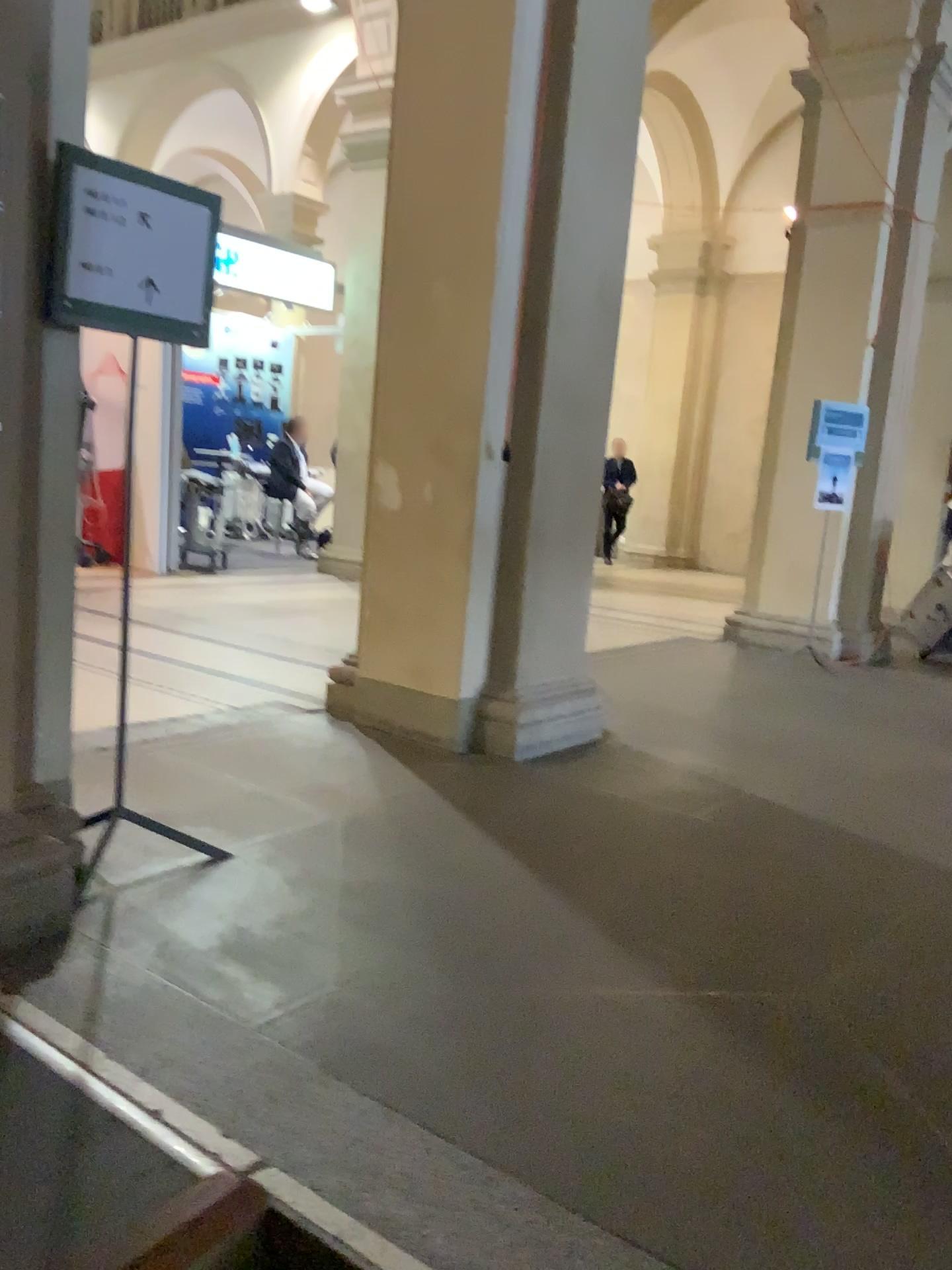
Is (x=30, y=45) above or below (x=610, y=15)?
below

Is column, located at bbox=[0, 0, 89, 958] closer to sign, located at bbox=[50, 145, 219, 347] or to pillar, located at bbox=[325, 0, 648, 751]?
sign, located at bbox=[50, 145, 219, 347]

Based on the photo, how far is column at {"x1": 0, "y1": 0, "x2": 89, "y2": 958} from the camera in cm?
224

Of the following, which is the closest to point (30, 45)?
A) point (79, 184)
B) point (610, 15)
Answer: point (79, 184)

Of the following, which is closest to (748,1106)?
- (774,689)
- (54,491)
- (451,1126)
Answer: (451,1126)

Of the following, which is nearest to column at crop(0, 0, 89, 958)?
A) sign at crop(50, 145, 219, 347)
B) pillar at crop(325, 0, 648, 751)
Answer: sign at crop(50, 145, 219, 347)

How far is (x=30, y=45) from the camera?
2.2 meters

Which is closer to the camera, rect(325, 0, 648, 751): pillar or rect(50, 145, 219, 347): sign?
rect(50, 145, 219, 347): sign
